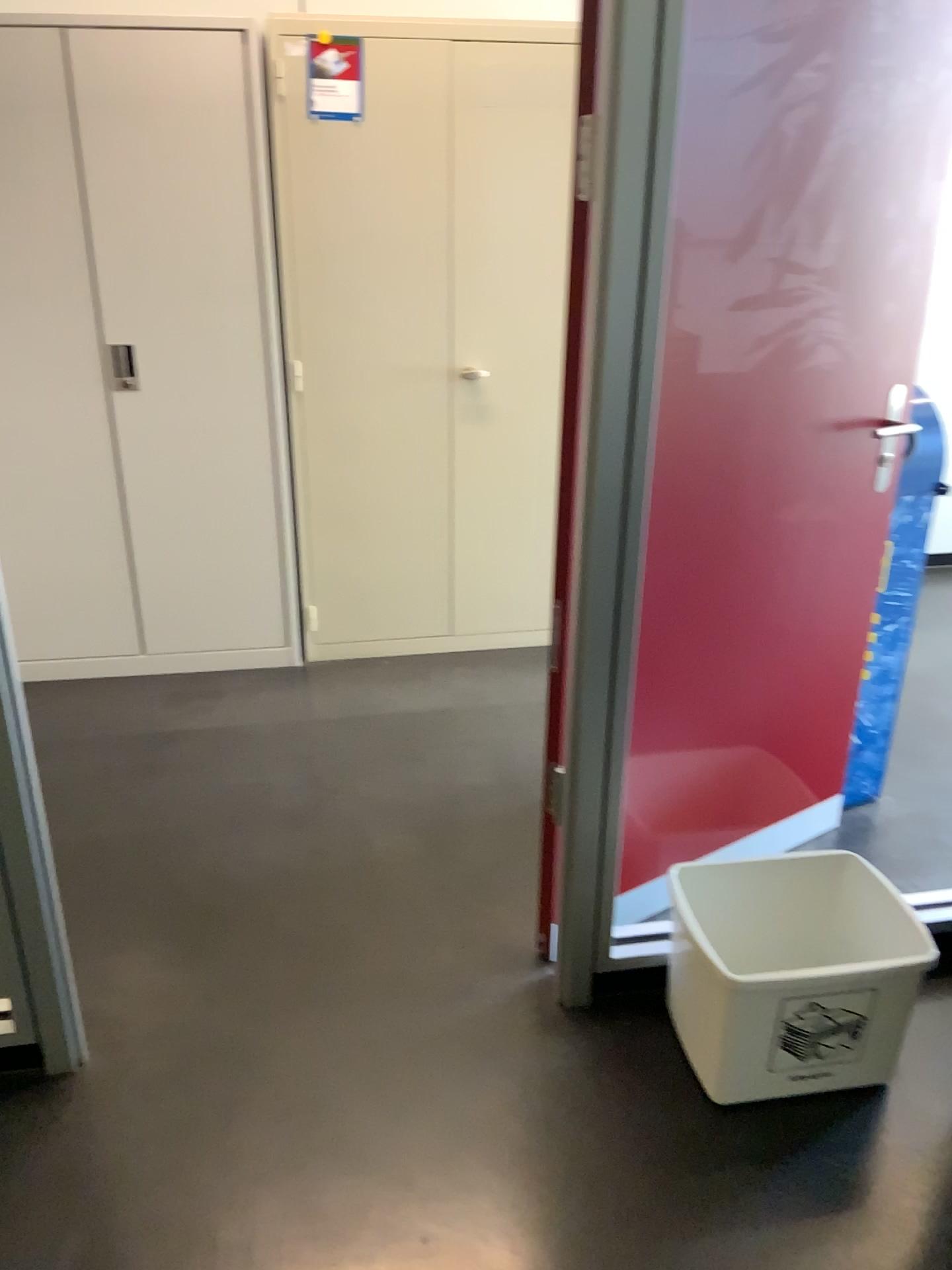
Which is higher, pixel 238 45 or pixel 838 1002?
pixel 238 45

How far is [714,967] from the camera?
1.83m

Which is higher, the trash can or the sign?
the sign

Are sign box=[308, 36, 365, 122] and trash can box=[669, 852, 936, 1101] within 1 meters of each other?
no

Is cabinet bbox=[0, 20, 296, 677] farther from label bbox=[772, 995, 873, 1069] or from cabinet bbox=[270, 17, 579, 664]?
label bbox=[772, 995, 873, 1069]

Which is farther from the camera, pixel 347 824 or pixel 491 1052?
pixel 347 824

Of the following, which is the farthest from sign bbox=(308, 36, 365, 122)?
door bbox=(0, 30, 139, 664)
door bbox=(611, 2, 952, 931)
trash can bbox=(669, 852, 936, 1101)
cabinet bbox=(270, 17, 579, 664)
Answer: trash can bbox=(669, 852, 936, 1101)

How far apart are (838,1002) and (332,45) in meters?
2.7 m

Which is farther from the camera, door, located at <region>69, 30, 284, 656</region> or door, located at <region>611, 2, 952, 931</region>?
door, located at <region>69, 30, 284, 656</region>

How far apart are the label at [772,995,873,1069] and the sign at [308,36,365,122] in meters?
2.5 m
